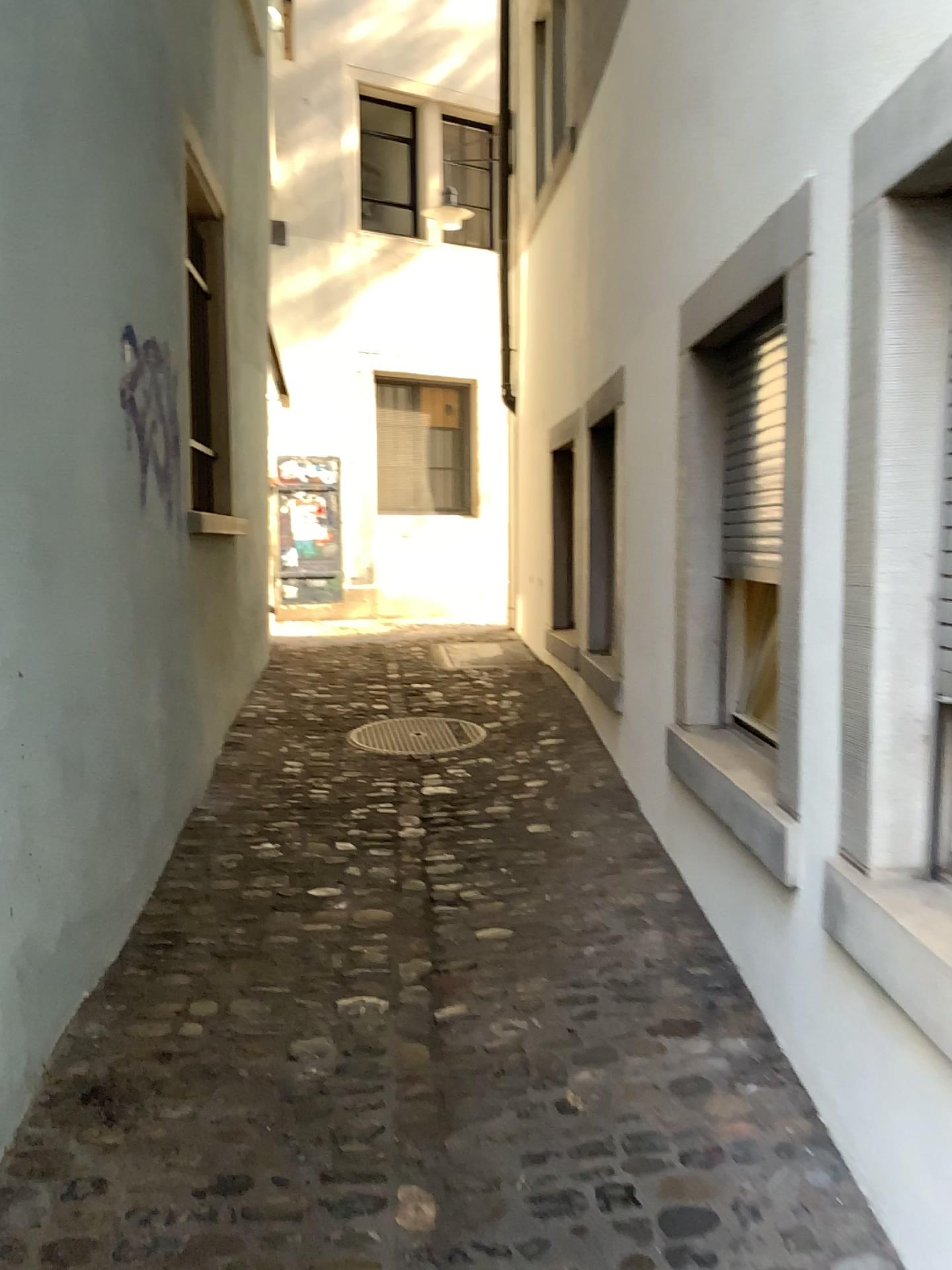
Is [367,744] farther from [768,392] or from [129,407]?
[768,392]

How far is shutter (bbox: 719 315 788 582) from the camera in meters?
2.8

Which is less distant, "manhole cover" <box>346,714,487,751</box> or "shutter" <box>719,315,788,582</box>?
"shutter" <box>719,315,788,582</box>

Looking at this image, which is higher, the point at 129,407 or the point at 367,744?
the point at 129,407

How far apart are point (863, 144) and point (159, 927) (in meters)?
2.57

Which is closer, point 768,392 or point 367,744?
point 768,392

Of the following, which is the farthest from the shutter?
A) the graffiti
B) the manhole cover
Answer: the manhole cover

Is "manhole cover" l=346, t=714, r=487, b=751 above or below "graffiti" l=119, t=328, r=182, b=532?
below

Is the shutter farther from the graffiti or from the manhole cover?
the manhole cover

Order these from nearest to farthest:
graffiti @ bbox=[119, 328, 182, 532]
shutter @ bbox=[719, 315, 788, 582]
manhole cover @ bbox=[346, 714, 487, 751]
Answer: shutter @ bbox=[719, 315, 788, 582]
graffiti @ bbox=[119, 328, 182, 532]
manhole cover @ bbox=[346, 714, 487, 751]
